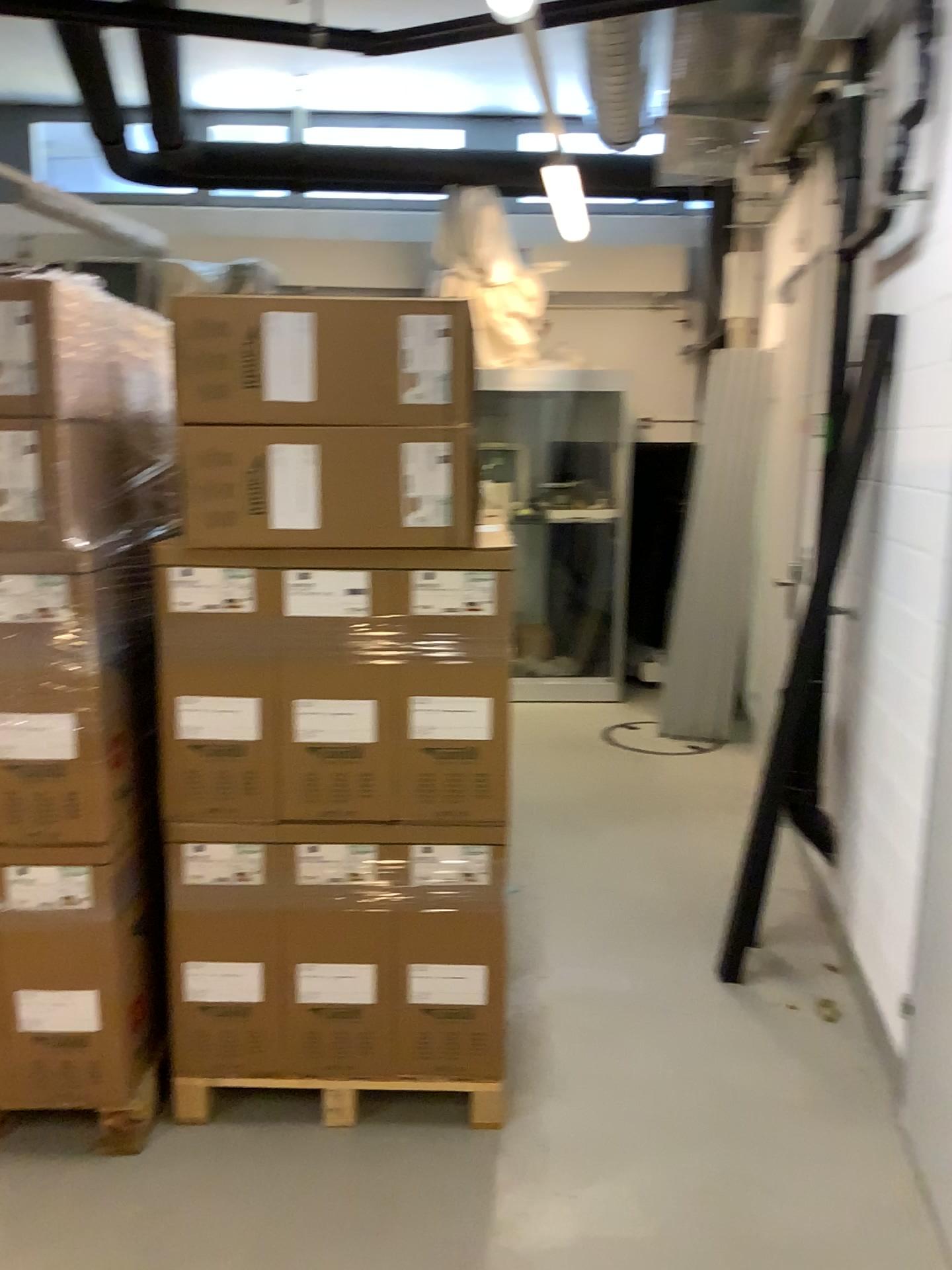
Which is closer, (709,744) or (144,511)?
(144,511)

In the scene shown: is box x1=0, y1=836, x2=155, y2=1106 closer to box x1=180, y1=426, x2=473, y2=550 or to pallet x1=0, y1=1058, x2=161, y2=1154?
pallet x1=0, y1=1058, x2=161, y2=1154

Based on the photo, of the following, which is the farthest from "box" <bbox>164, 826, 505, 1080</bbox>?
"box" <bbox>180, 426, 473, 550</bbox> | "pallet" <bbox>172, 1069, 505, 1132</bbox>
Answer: "box" <bbox>180, 426, 473, 550</bbox>

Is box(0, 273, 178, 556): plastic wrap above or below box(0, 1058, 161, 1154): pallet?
above

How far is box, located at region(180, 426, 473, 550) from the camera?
2.20m

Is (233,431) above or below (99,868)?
above

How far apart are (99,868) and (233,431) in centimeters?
97cm

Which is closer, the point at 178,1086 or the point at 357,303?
the point at 357,303

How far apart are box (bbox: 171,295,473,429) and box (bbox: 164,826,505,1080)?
0.90m

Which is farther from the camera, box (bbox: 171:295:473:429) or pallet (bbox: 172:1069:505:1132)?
pallet (bbox: 172:1069:505:1132)
